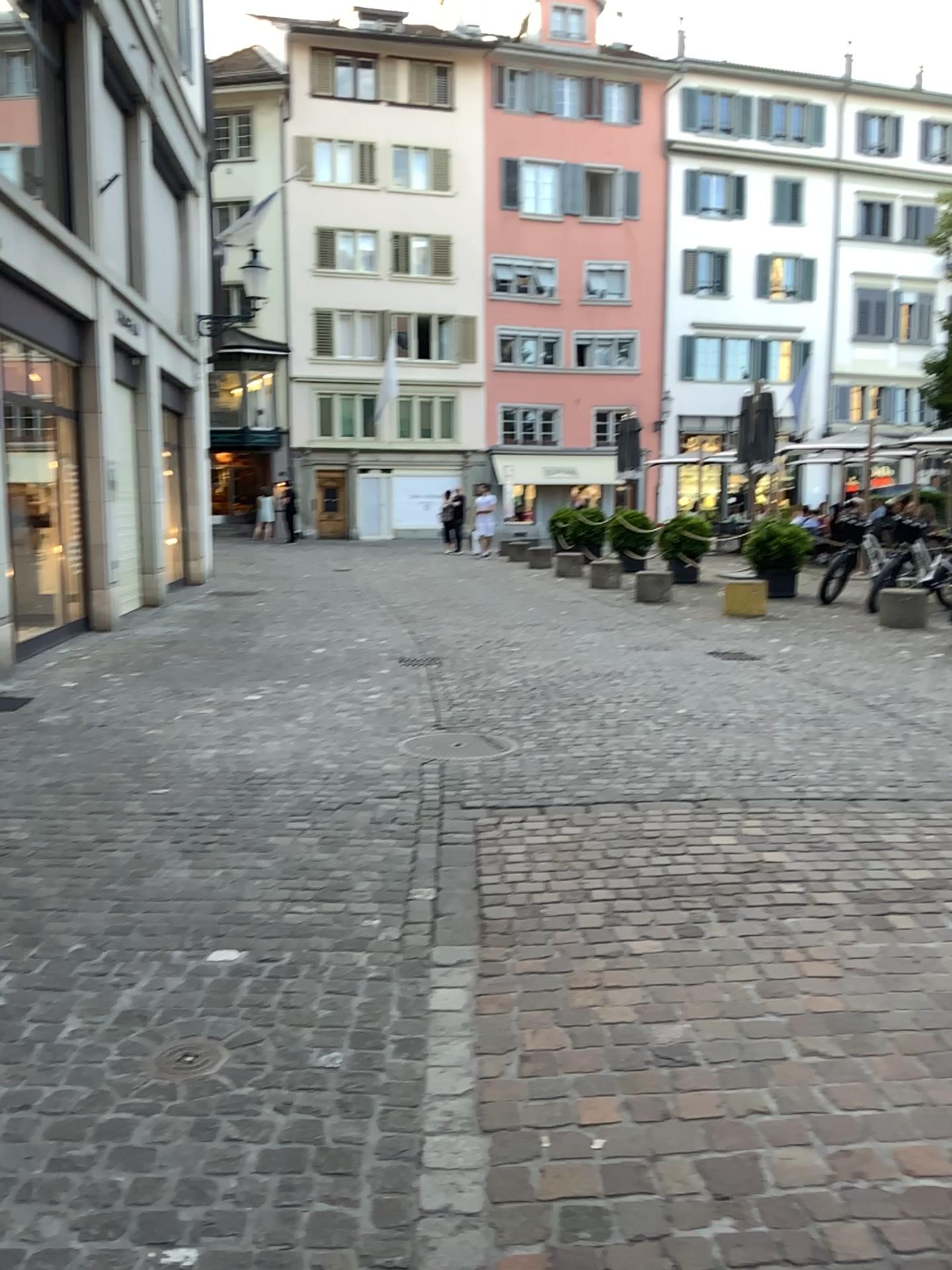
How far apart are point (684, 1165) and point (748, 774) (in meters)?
3.12

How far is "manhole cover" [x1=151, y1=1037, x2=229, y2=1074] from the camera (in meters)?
2.49

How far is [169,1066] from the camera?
2.5m
